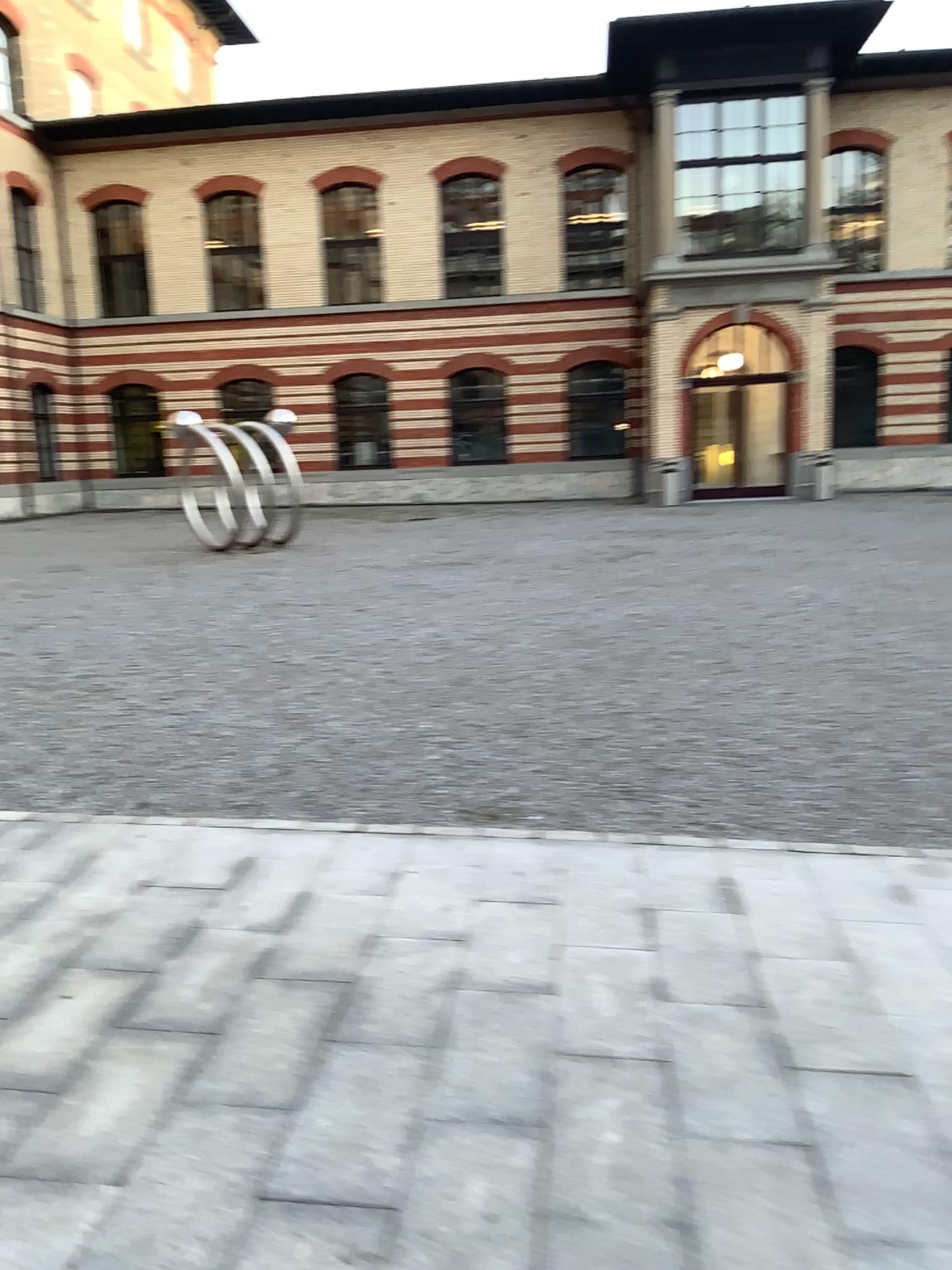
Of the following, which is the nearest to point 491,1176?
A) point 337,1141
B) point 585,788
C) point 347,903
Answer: point 337,1141
